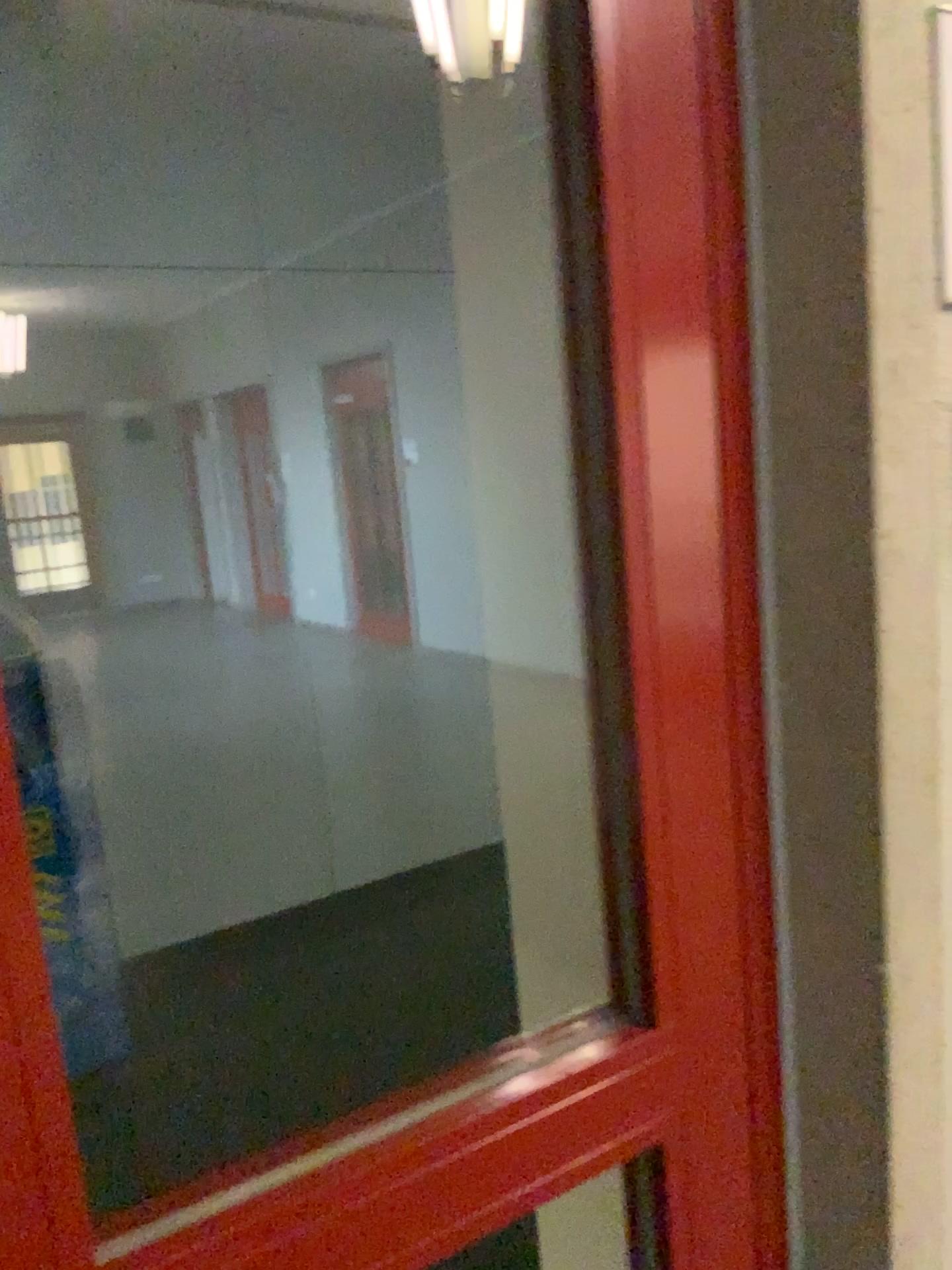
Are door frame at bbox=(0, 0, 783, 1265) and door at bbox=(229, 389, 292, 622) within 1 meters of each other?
no

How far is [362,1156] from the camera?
0.67m

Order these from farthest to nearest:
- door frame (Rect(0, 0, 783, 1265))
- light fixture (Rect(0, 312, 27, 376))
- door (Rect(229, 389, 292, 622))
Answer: door (Rect(229, 389, 292, 622))
light fixture (Rect(0, 312, 27, 376))
door frame (Rect(0, 0, 783, 1265))

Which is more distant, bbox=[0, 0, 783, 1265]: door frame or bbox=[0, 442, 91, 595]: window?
bbox=[0, 442, 91, 595]: window

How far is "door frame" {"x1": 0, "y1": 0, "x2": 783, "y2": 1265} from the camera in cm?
67

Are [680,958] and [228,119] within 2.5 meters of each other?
no

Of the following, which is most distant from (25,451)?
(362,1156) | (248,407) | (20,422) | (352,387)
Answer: (362,1156)

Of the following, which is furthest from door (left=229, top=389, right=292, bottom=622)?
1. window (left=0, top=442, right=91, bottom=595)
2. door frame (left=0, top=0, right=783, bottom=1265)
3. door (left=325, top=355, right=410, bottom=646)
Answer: door frame (left=0, top=0, right=783, bottom=1265)

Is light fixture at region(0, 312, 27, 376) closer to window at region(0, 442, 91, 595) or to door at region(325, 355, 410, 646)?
window at region(0, 442, 91, 595)

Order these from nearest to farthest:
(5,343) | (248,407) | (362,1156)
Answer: (362,1156)
(5,343)
(248,407)
